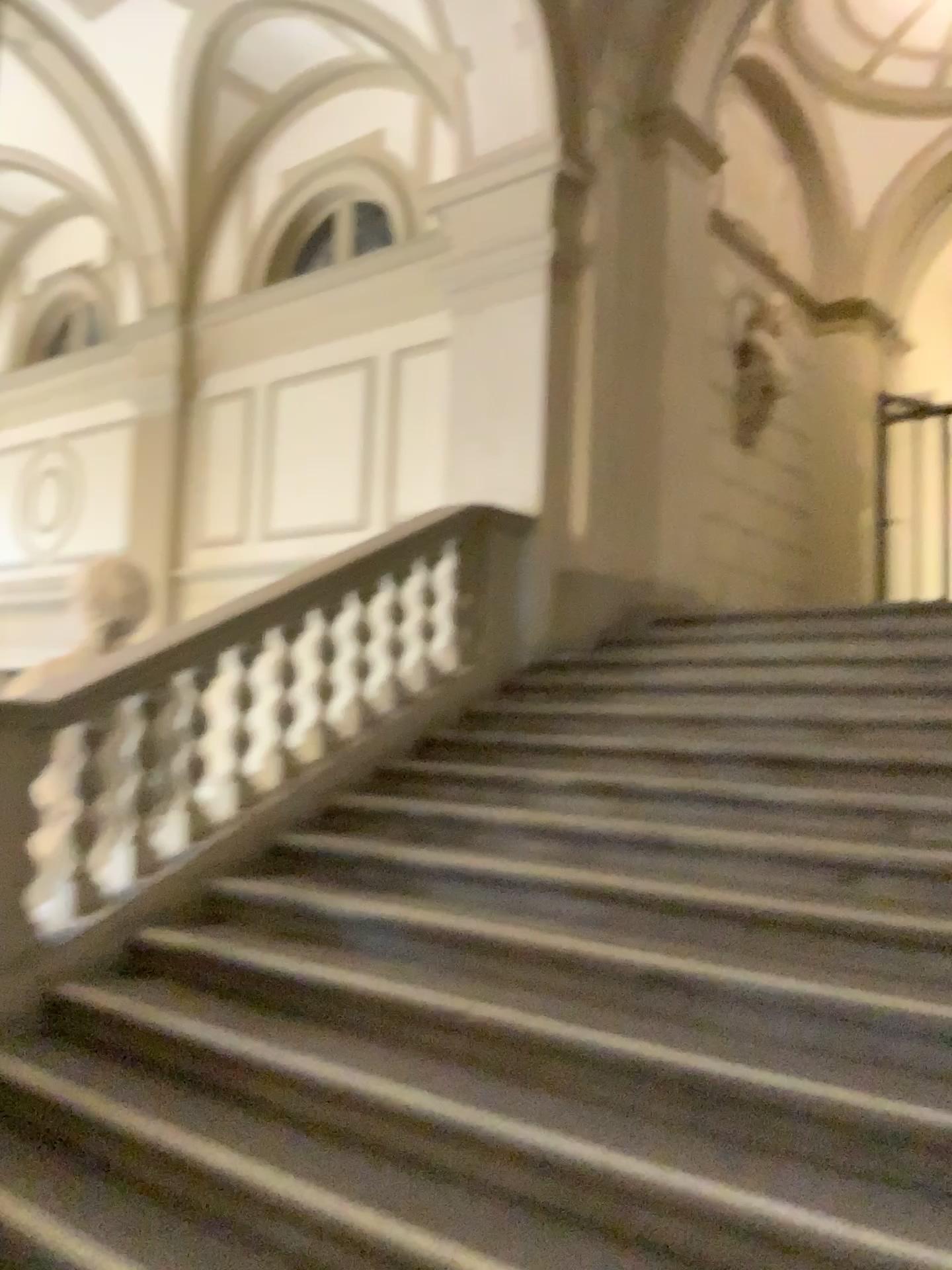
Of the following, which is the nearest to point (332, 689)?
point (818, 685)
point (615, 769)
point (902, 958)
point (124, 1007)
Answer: point (615, 769)
